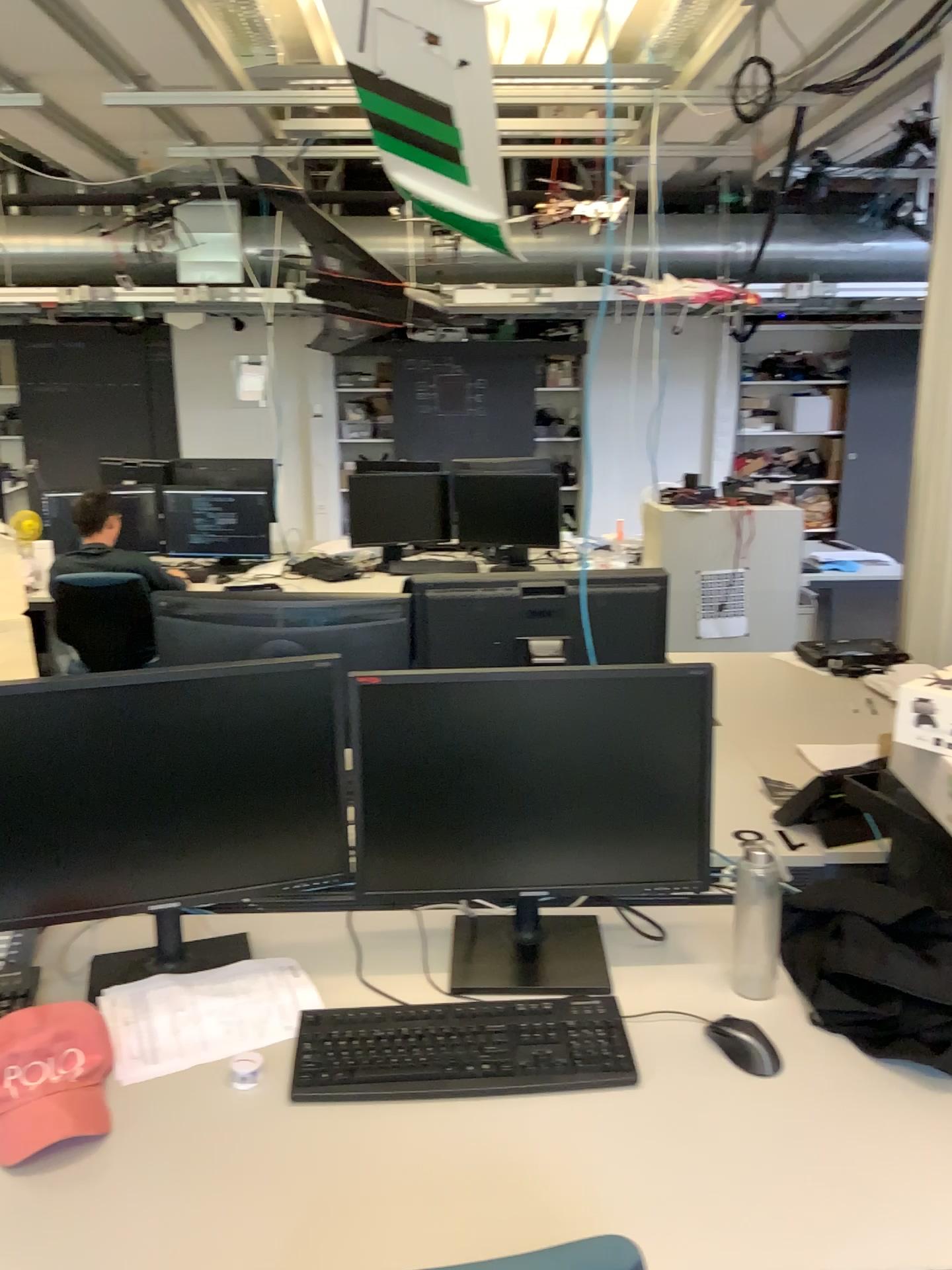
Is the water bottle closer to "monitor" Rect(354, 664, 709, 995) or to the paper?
"monitor" Rect(354, 664, 709, 995)

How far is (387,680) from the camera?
1.6m

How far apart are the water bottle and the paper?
0.7m

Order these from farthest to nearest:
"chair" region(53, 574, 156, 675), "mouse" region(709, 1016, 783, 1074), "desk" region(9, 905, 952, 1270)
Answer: "chair" region(53, 574, 156, 675) < "mouse" region(709, 1016, 783, 1074) < "desk" region(9, 905, 952, 1270)

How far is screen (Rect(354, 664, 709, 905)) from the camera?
1.6m

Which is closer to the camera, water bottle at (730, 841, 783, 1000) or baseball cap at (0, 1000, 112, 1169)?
baseball cap at (0, 1000, 112, 1169)

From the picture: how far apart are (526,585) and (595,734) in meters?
0.7 m

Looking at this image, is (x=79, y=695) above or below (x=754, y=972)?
above

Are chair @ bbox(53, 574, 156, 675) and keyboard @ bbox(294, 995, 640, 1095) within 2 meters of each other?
no

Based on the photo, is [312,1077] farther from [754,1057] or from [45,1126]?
[754,1057]
